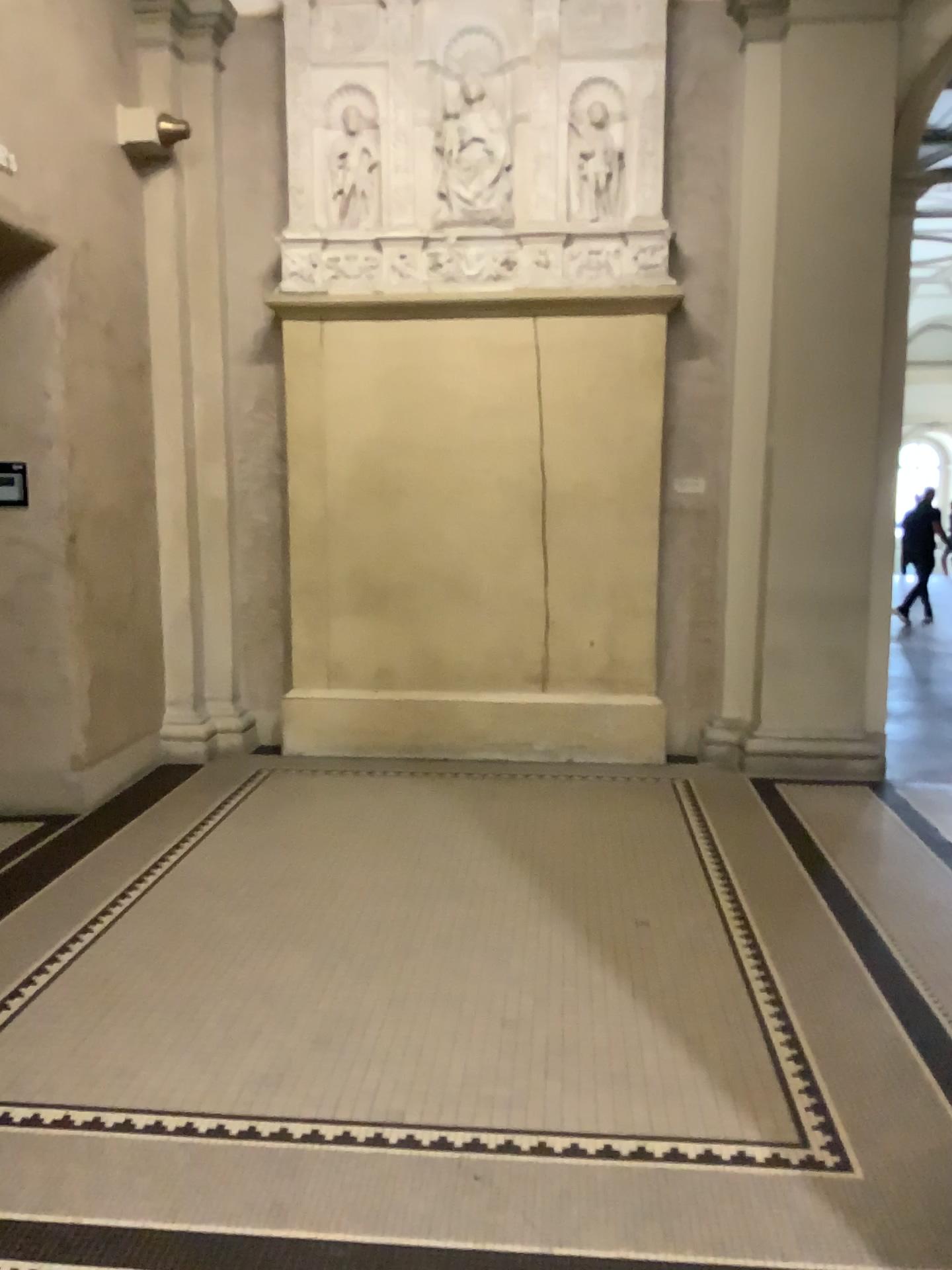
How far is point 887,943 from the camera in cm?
362
